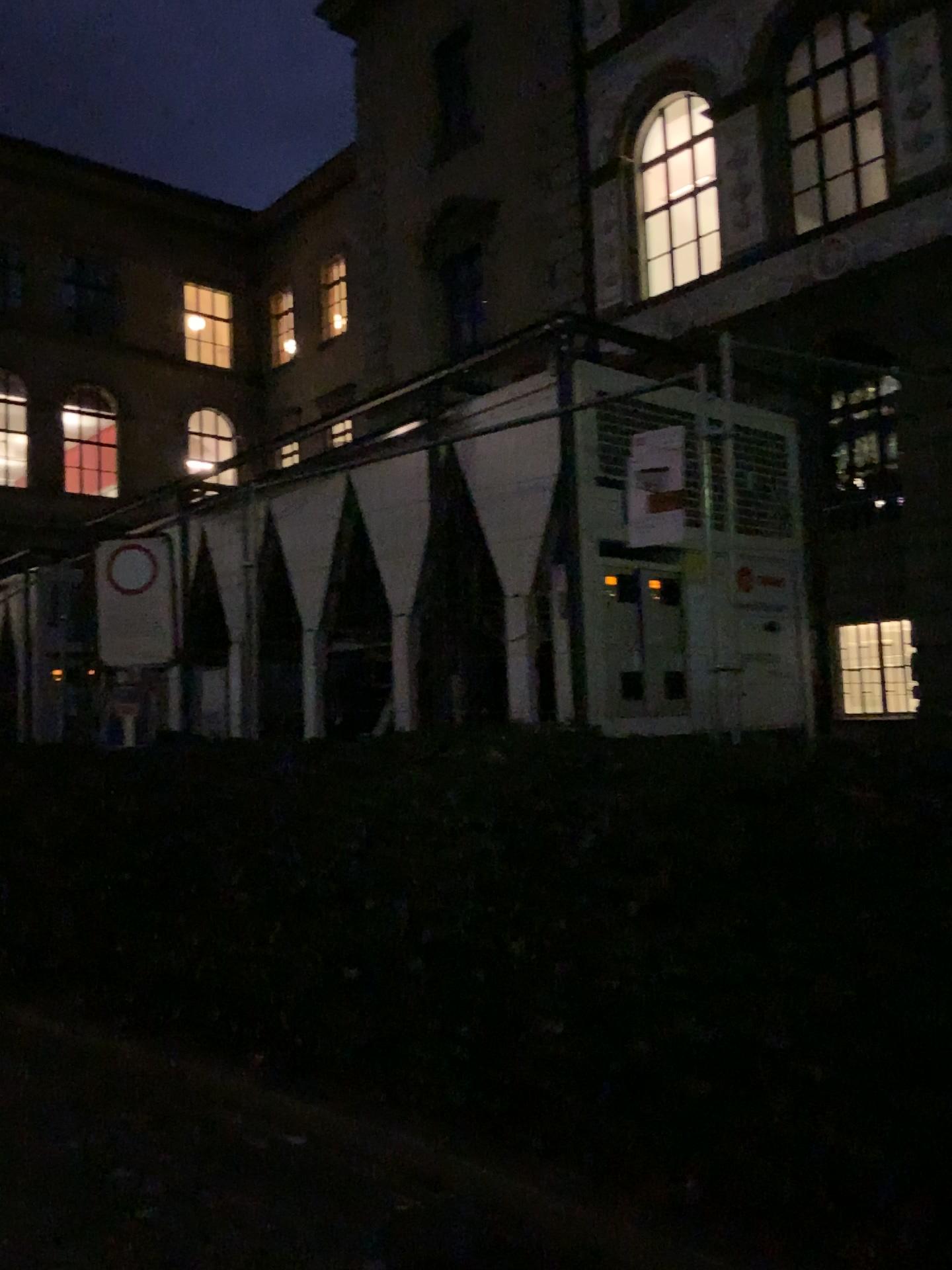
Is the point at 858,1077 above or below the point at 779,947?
below
